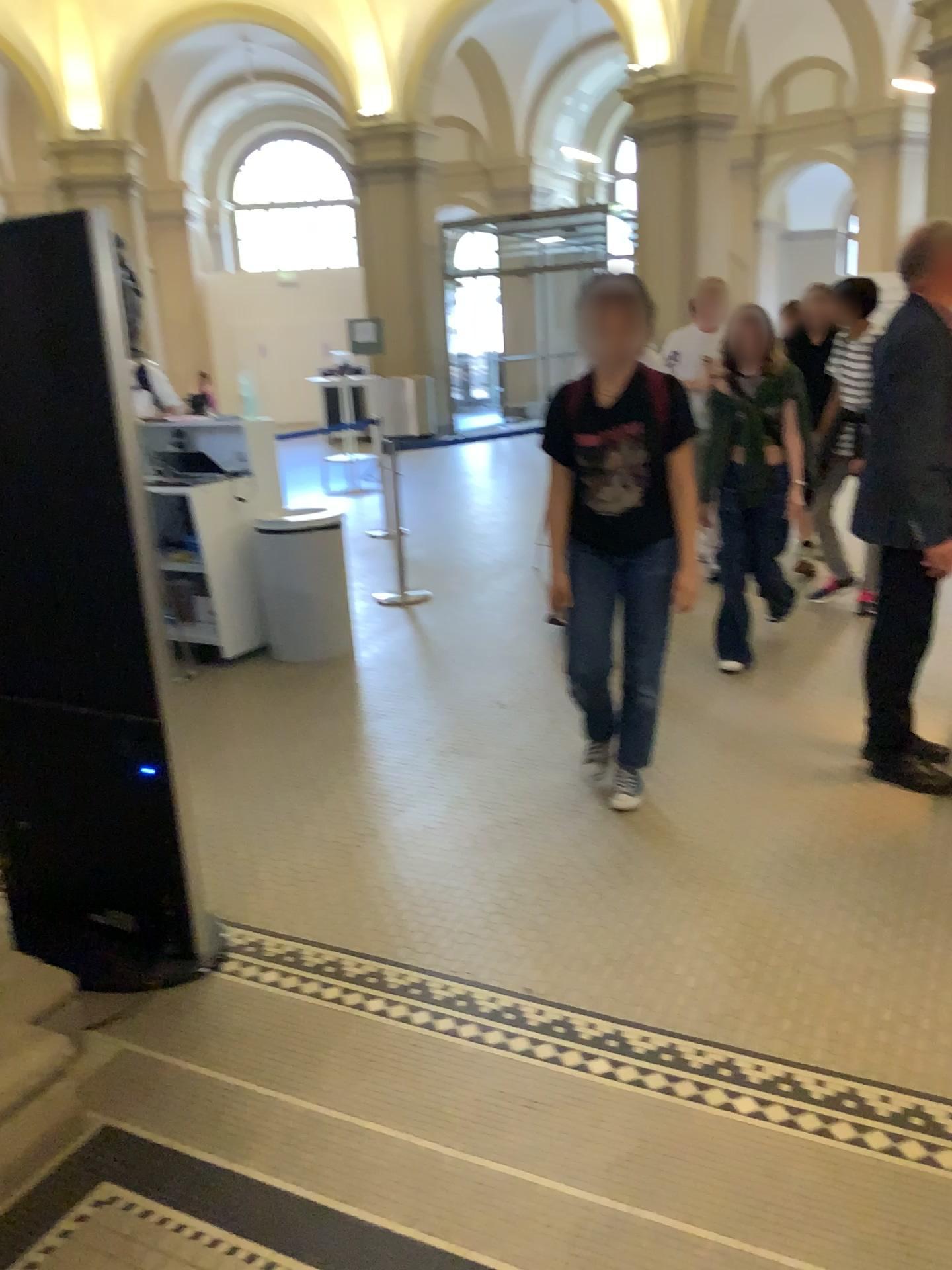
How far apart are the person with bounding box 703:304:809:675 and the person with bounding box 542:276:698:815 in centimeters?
134cm

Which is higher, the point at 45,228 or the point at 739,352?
the point at 45,228

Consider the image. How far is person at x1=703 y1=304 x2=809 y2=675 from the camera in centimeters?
463cm

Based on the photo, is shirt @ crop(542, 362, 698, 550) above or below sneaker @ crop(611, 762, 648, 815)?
above

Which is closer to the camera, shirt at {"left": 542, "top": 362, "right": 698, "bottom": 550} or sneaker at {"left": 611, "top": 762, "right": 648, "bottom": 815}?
shirt at {"left": 542, "top": 362, "right": 698, "bottom": 550}

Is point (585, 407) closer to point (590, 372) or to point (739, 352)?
point (590, 372)

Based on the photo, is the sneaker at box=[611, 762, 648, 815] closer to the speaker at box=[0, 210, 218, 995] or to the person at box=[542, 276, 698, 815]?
the person at box=[542, 276, 698, 815]

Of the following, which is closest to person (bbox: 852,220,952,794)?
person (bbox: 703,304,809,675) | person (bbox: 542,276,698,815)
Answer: person (bbox: 542,276,698,815)

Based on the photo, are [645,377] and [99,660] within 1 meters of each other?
no

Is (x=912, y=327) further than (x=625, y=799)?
No
